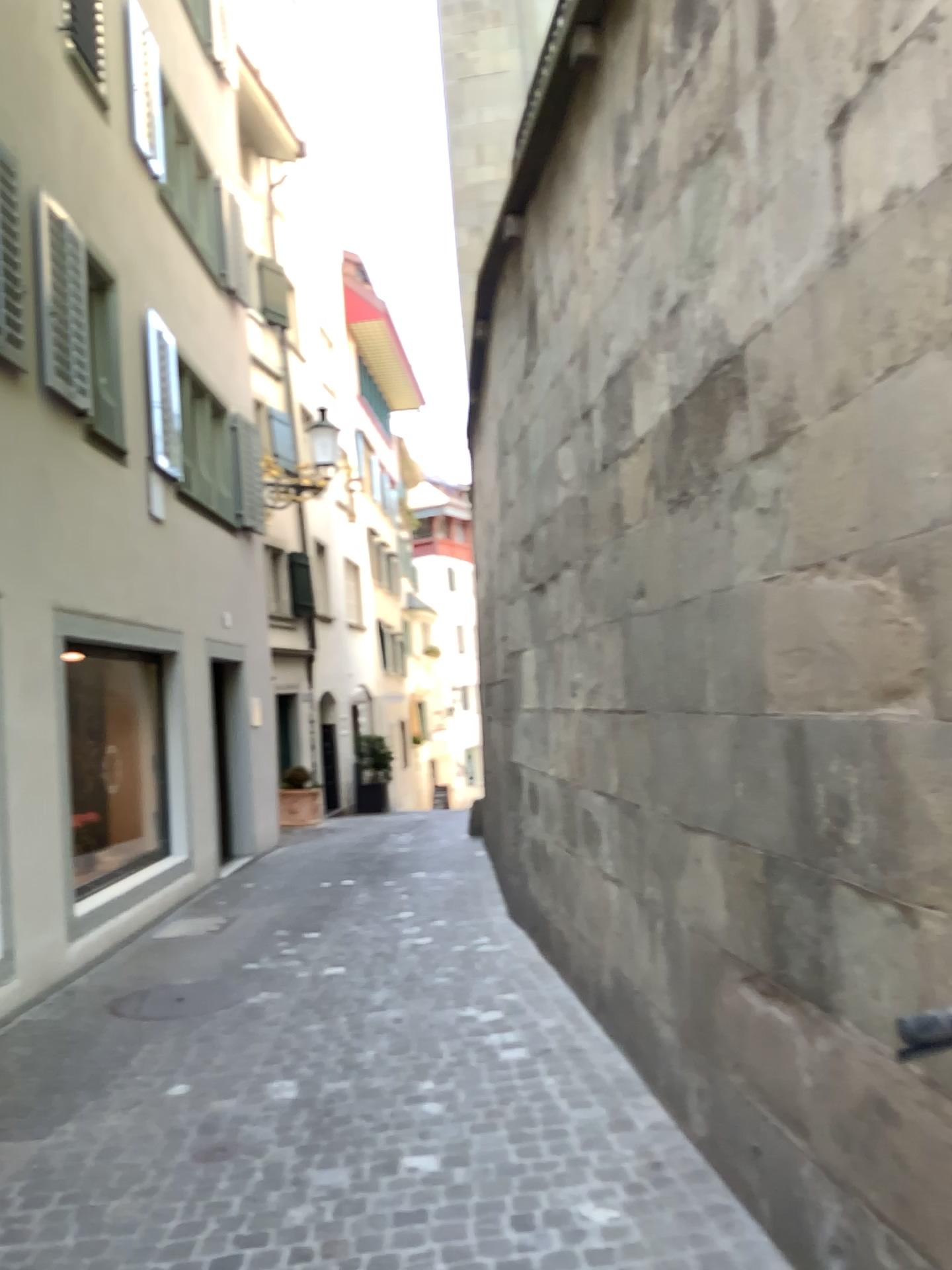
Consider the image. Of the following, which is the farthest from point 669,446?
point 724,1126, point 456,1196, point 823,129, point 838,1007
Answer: point 456,1196
